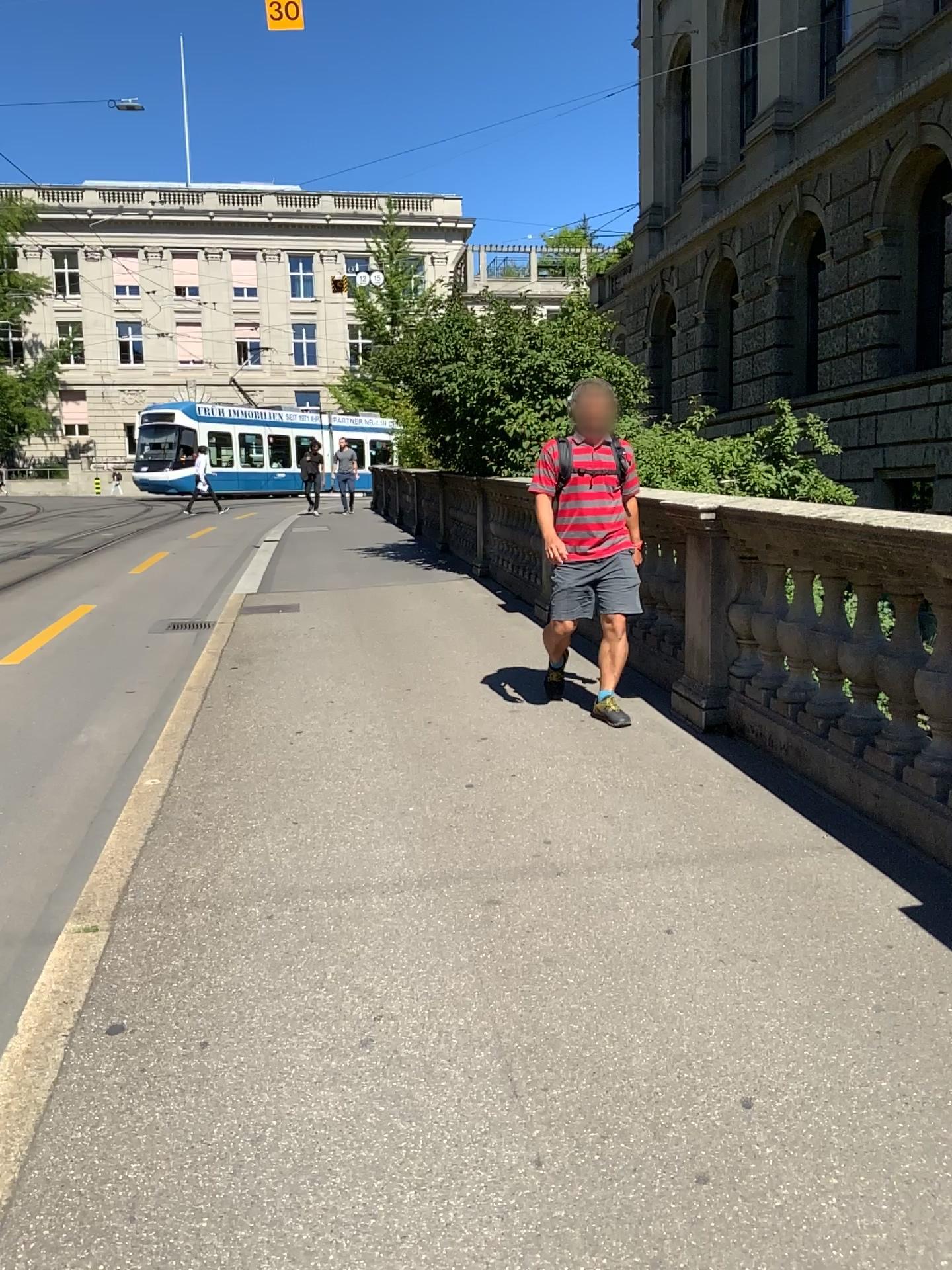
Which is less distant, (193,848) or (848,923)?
(848,923)
